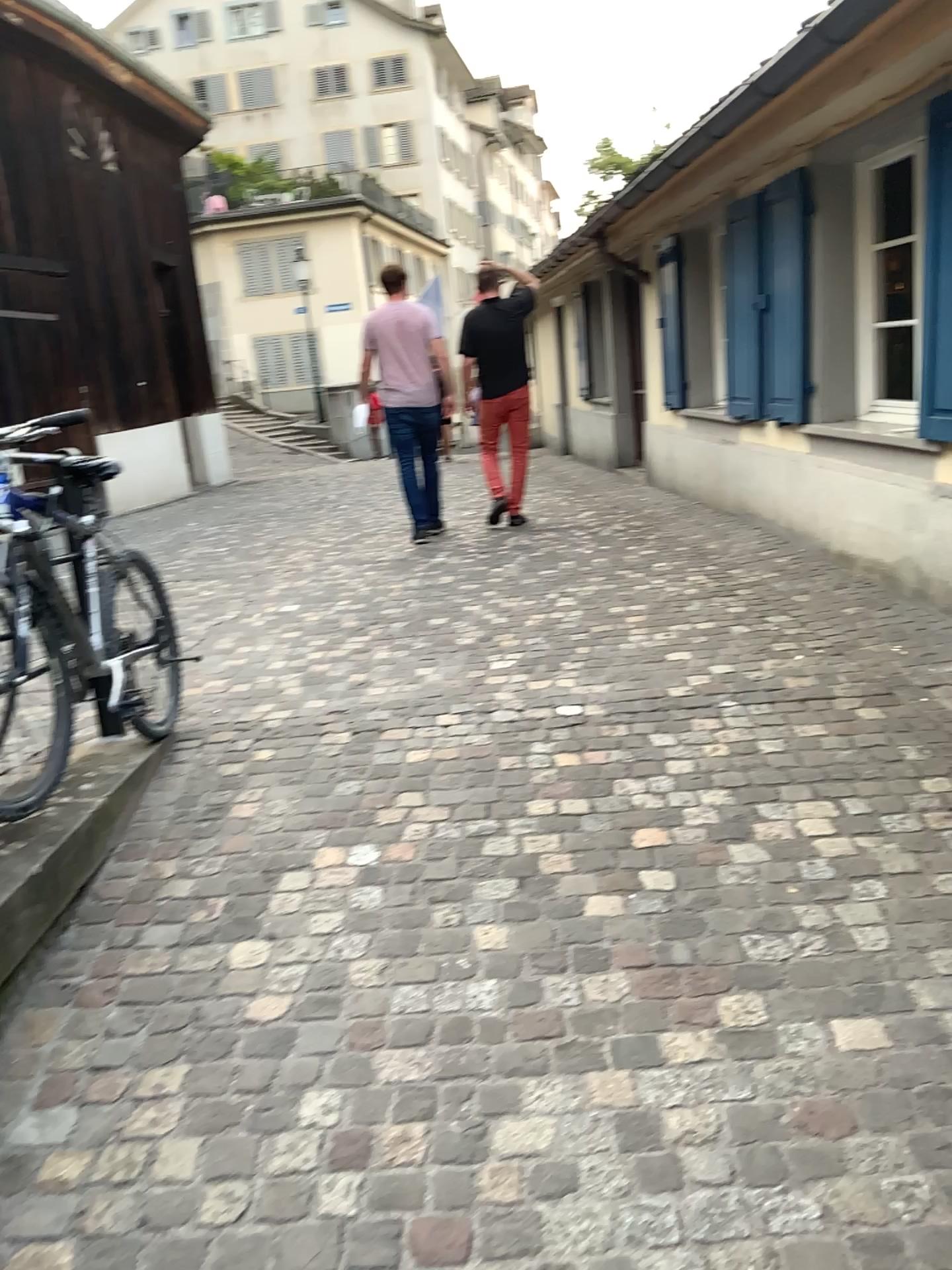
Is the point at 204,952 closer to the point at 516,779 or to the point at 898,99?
the point at 516,779
